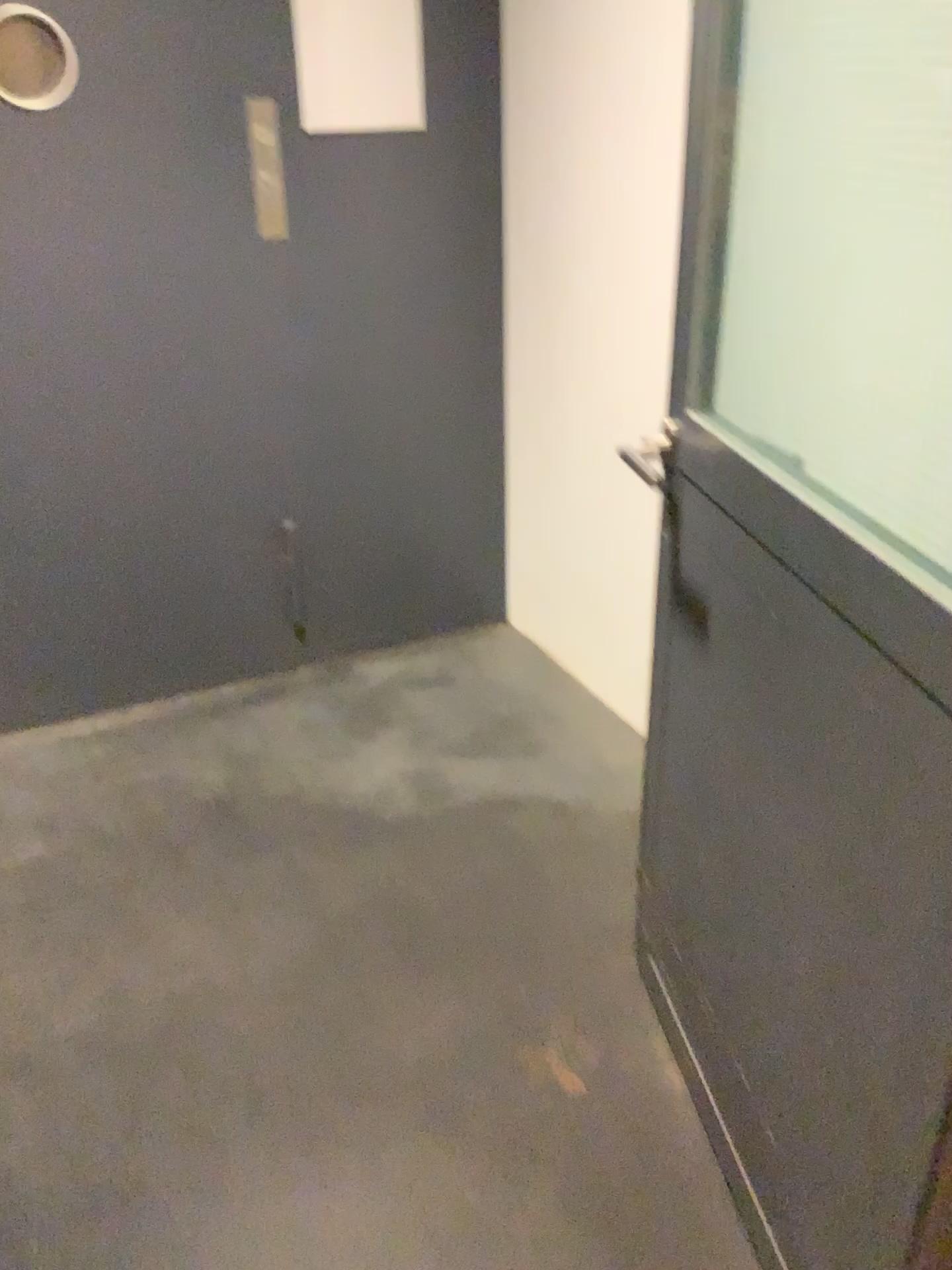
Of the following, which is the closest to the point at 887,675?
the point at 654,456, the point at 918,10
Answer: Answer: the point at 918,10

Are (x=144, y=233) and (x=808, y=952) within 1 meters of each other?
no

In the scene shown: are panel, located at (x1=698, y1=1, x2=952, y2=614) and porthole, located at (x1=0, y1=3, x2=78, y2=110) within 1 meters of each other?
no

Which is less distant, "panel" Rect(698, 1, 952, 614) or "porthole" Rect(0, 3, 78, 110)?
"panel" Rect(698, 1, 952, 614)

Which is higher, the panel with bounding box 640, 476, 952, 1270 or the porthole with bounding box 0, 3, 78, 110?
the porthole with bounding box 0, 3, 78, 110

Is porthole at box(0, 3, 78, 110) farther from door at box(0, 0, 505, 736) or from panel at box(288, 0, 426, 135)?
panel at box(288, 0, 426, 135)

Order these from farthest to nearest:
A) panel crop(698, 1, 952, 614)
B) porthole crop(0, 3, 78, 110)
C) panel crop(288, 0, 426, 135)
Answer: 1. panel crop(288, 0, 426, 135)
2. porthole crop(0, 3, 78, 110)
3. panel crop(698, 1, 952, 614)

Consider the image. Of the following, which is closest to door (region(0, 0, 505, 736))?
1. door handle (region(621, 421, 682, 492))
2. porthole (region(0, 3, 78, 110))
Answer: porthole (region(0, 3, 78, 110))

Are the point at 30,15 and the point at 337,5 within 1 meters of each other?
yes

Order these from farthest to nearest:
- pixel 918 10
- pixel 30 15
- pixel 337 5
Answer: pixel 337 5 → pixel 30 15 → pixel 918 10
